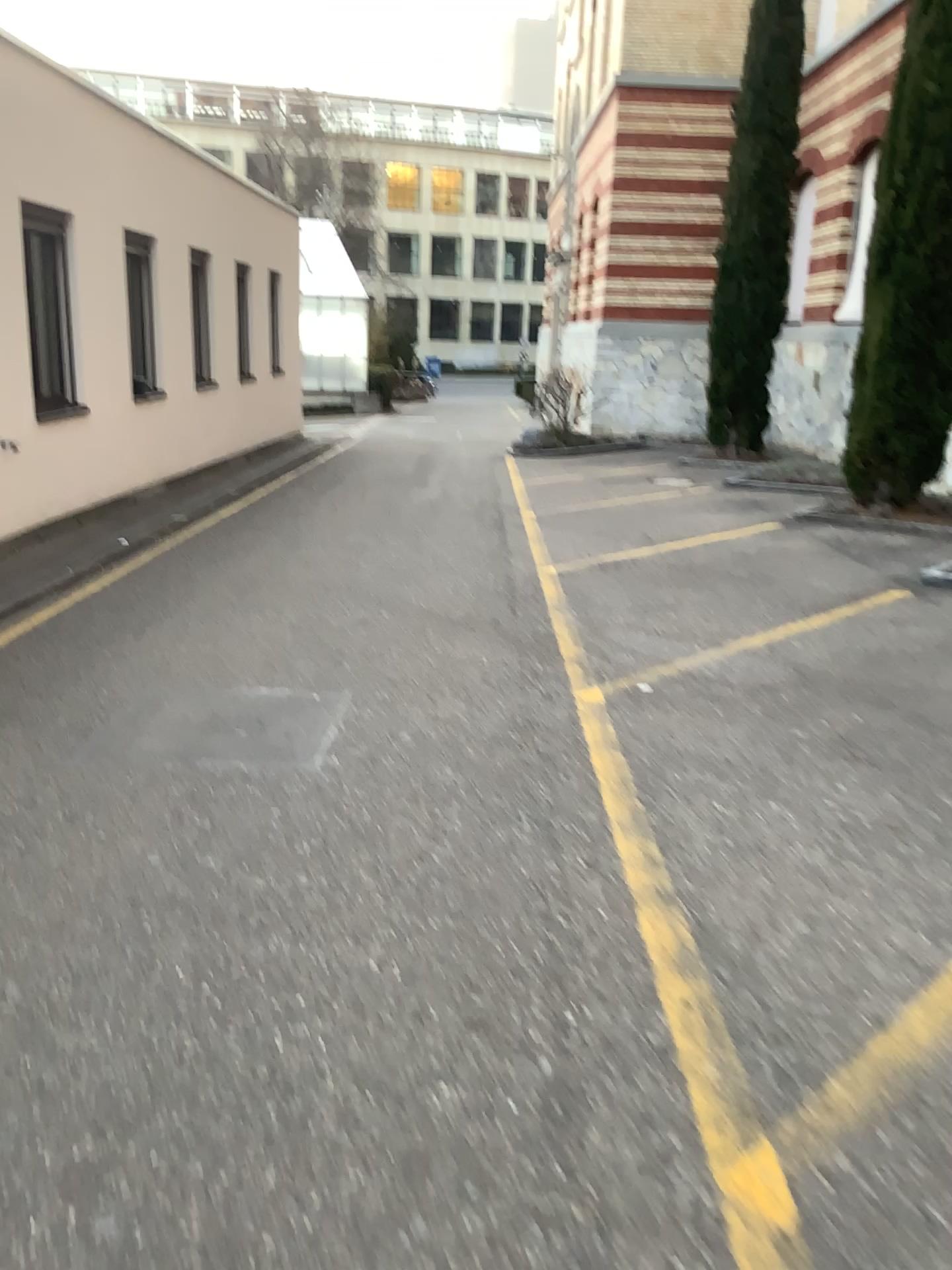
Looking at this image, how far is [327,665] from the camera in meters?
5.4
